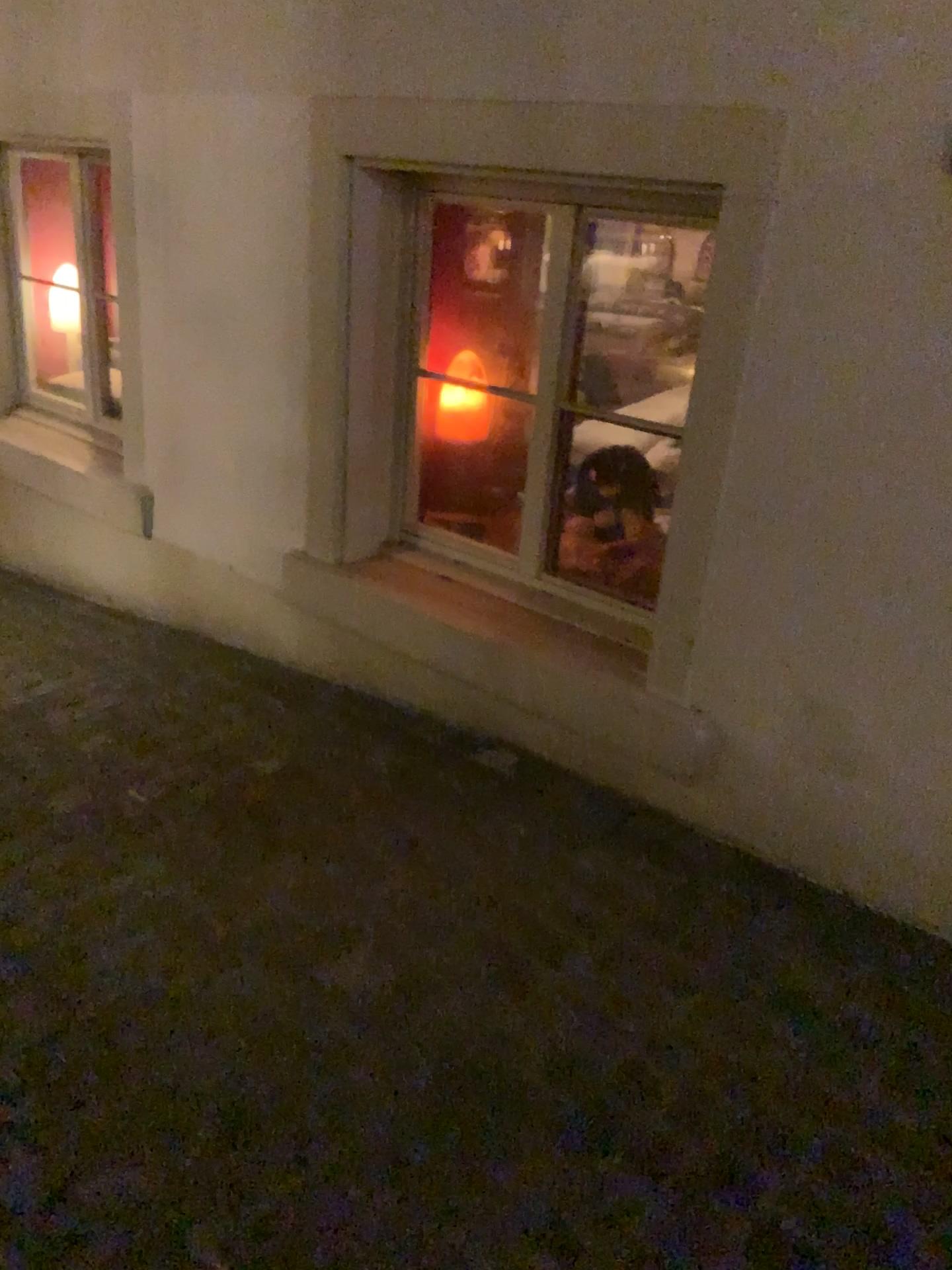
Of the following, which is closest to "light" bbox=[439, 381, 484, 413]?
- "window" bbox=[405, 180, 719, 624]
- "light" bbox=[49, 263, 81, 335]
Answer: "window" bbox=[405, 180, 719, 624]

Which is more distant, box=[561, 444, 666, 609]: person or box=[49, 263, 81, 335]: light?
box=[49, 263, 81, 335]: light

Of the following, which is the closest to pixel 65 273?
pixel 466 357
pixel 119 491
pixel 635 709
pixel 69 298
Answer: pixel 69 298

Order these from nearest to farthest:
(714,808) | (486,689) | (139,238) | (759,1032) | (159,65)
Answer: (759,1032), (714,808), (486,689), (159,65), (139,238)

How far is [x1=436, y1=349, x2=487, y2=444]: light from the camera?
2.8 meters

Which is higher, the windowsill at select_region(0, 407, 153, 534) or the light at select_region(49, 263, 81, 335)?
the light at select_region(49, 263, 81, 335)

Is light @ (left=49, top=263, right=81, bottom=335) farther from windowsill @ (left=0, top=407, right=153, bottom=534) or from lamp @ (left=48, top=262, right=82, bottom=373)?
windowsill @ (left=0, top=407, right=153, bottom=534)

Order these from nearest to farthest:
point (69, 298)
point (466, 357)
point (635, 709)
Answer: point (635, 709) → point (466, 357) → point (69, 298)

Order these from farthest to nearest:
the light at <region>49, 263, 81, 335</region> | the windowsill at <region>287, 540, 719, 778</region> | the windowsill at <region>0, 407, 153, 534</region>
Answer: the light at <region>49, 263, 81, 335</region>, the windowsill at <region>0, 407, 153, 534</region>, the windowsill at <region>287, 540, 719, 778</region>

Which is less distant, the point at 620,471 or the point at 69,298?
the point at 620,471
